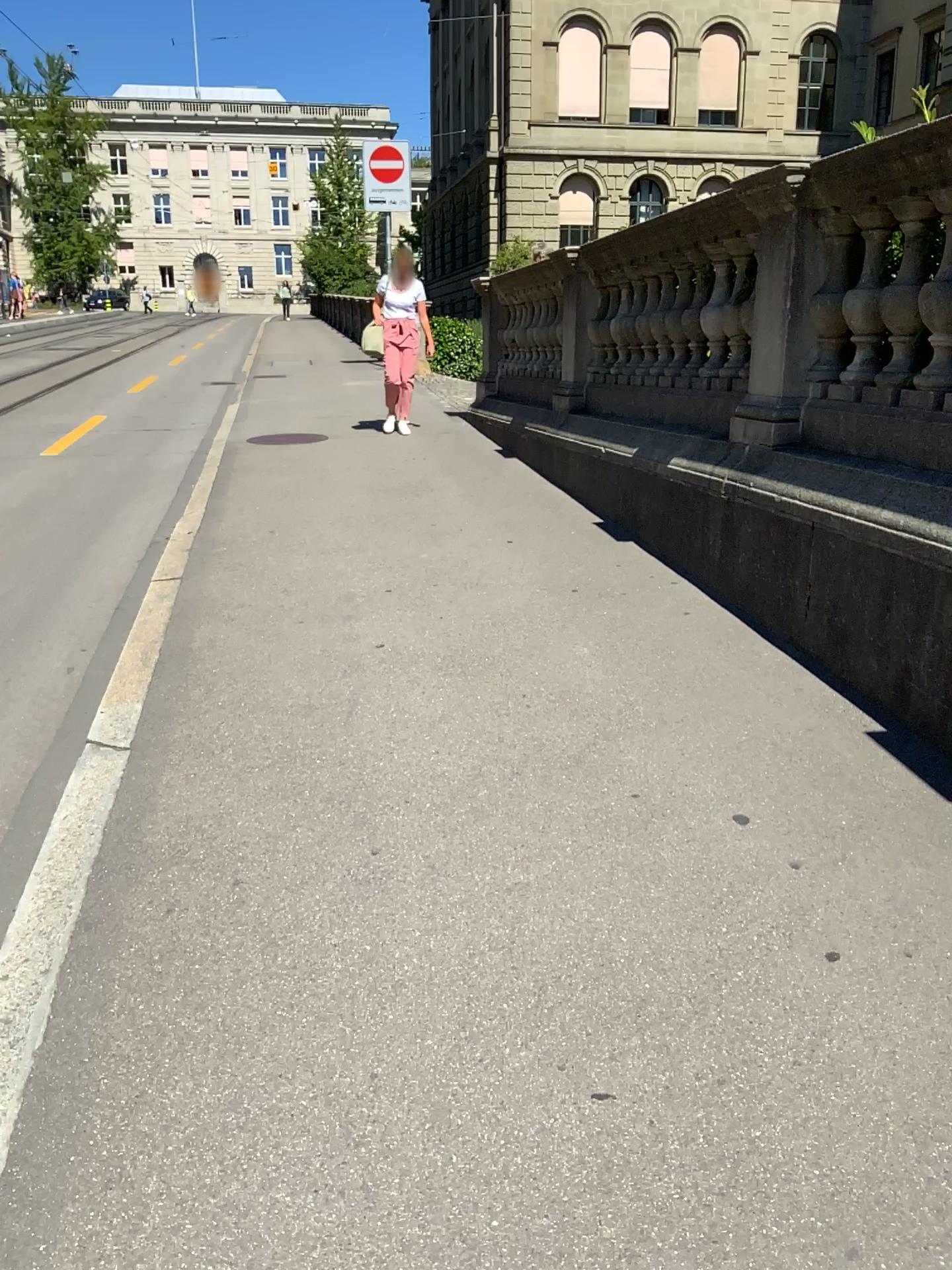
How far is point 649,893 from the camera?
2.4m
